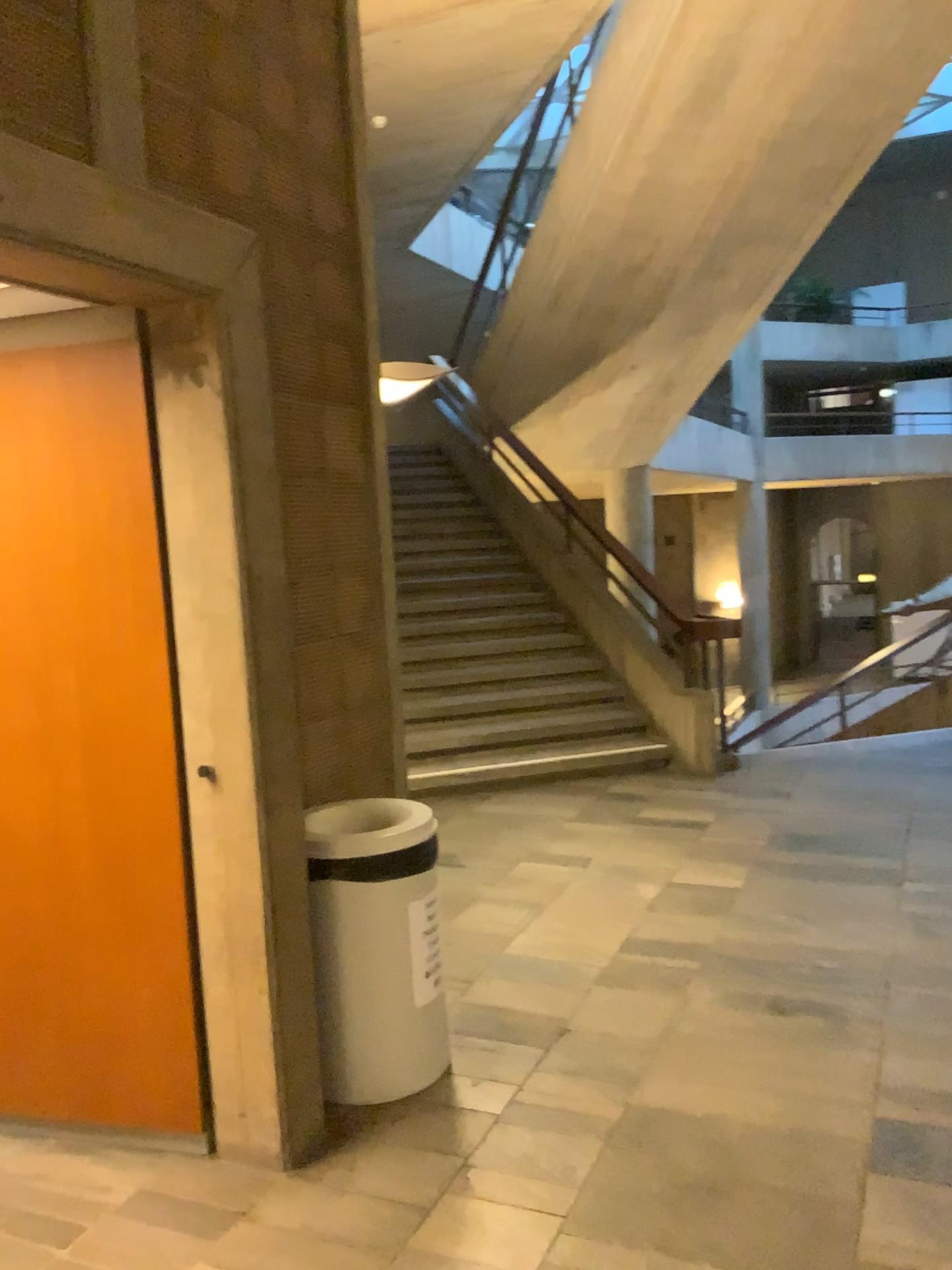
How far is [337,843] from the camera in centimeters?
282cm

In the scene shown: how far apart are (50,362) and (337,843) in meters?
1.4 m

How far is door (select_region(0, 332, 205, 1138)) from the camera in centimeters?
256cm

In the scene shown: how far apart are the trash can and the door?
0.34m

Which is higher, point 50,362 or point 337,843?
point 50,362

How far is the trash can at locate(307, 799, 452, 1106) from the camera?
2.8 meters

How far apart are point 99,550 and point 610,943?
2.3 meters

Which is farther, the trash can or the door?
the trash can
